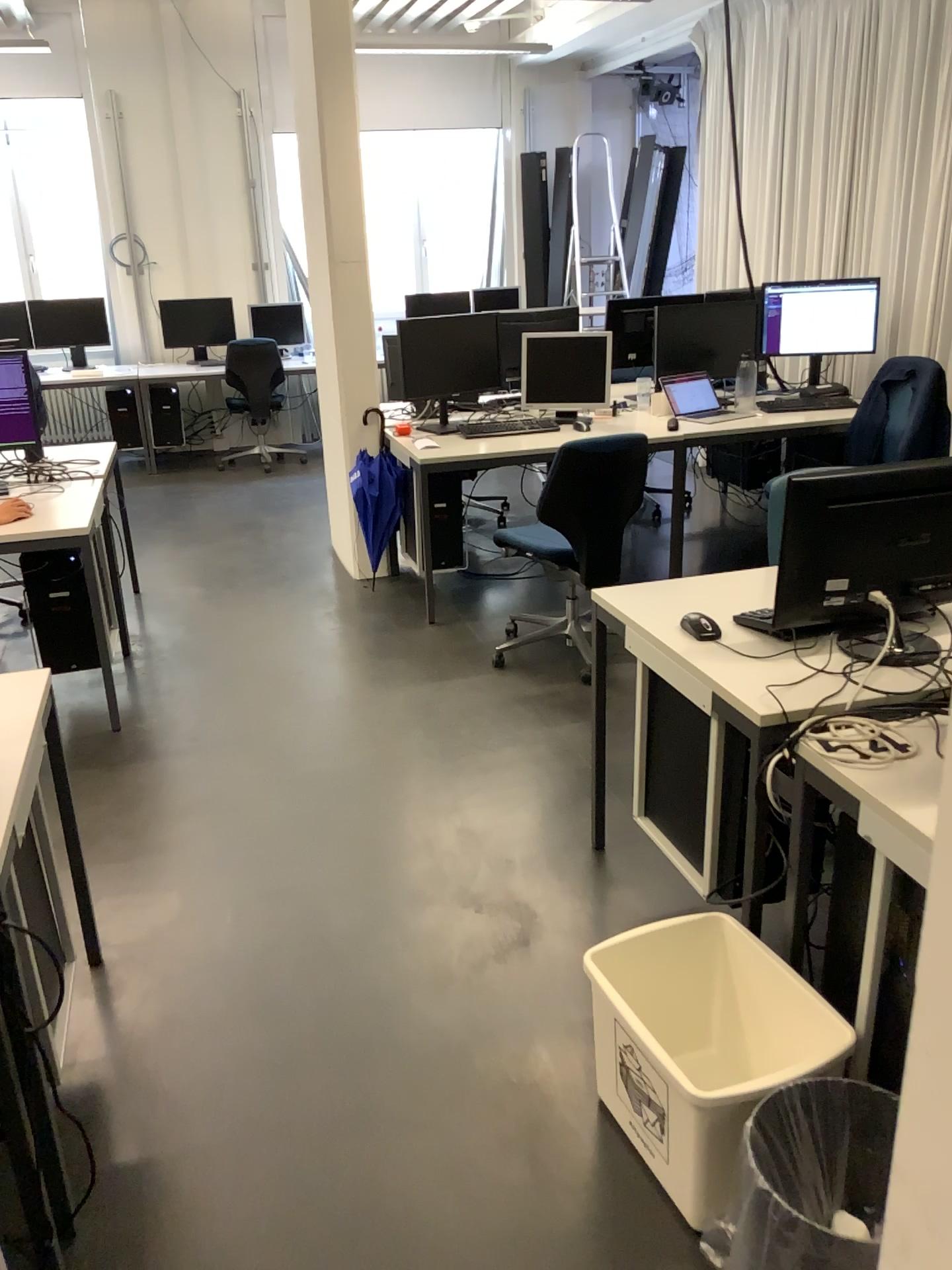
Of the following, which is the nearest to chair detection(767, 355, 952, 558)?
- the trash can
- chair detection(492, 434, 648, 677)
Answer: chair detection(492, 434, 648, 677)

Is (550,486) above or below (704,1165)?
above

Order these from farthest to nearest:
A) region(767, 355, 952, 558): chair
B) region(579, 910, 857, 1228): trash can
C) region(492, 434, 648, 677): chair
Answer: region(767, 355, 952, 558): chair → region(492, 434, 648, 677): chair → region(579, 910, 857, 1228): trash can

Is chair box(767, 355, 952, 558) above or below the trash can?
above

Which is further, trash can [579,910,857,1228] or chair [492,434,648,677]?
chair [492,434,648,677]

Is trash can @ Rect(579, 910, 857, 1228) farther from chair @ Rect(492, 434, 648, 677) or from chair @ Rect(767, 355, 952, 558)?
chair @ Rect(767, 355, 952, 558)

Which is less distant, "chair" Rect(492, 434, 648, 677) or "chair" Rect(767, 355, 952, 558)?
"chair" Rect(492, 434, 648, 677)

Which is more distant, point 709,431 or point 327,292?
point 327,292

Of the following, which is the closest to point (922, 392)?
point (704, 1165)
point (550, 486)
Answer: point (550, 486)

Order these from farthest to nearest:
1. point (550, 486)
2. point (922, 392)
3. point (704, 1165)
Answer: point (922, 392) < point (550, 486) < point (704, 1165)
